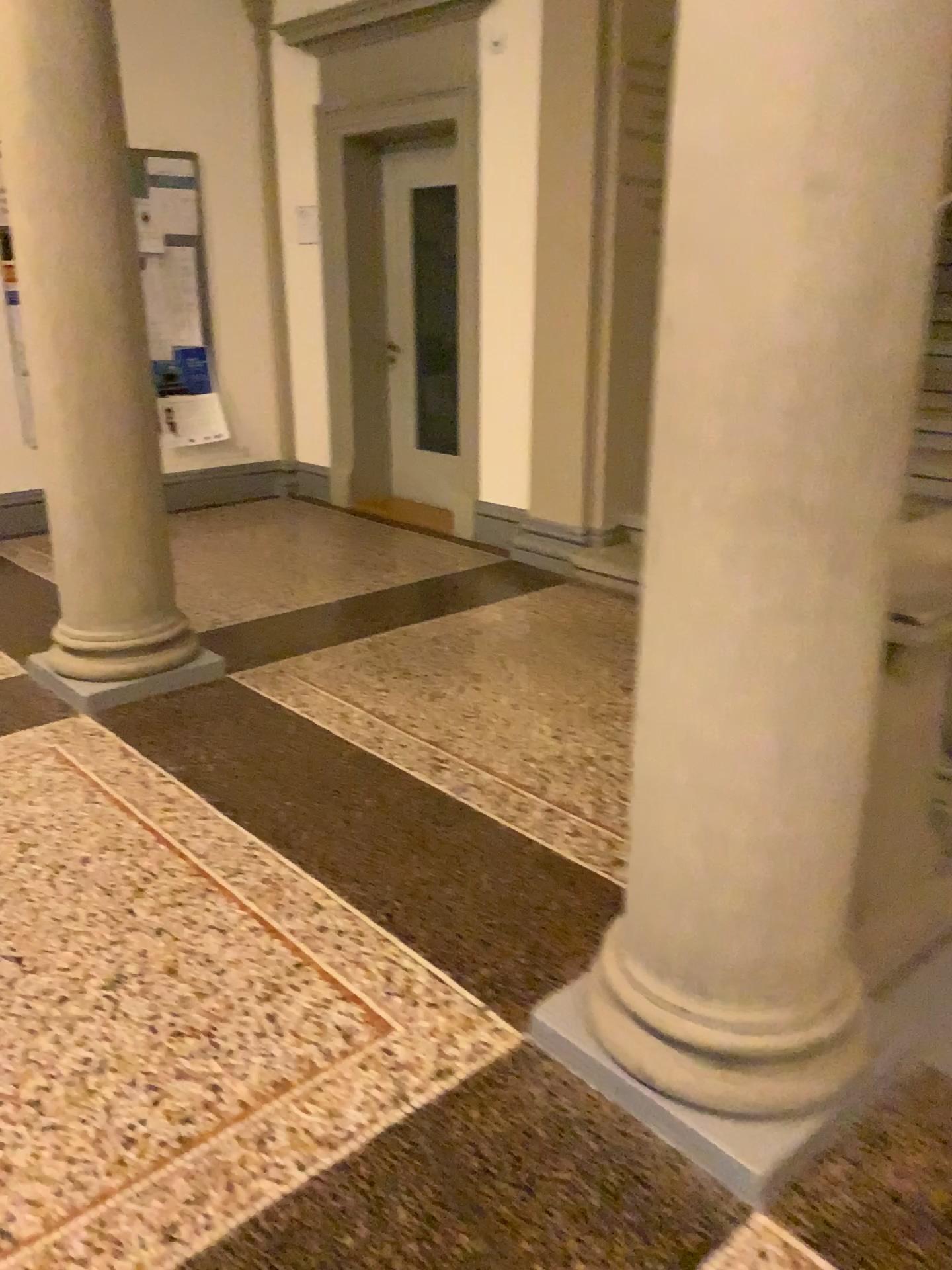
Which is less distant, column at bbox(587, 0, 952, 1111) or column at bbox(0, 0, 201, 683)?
column at bbox(587, 0, 952, 1111)

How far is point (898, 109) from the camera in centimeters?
138cm

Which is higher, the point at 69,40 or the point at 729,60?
the point at 69,40

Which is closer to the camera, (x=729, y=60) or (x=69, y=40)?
(x=729, y=60)
